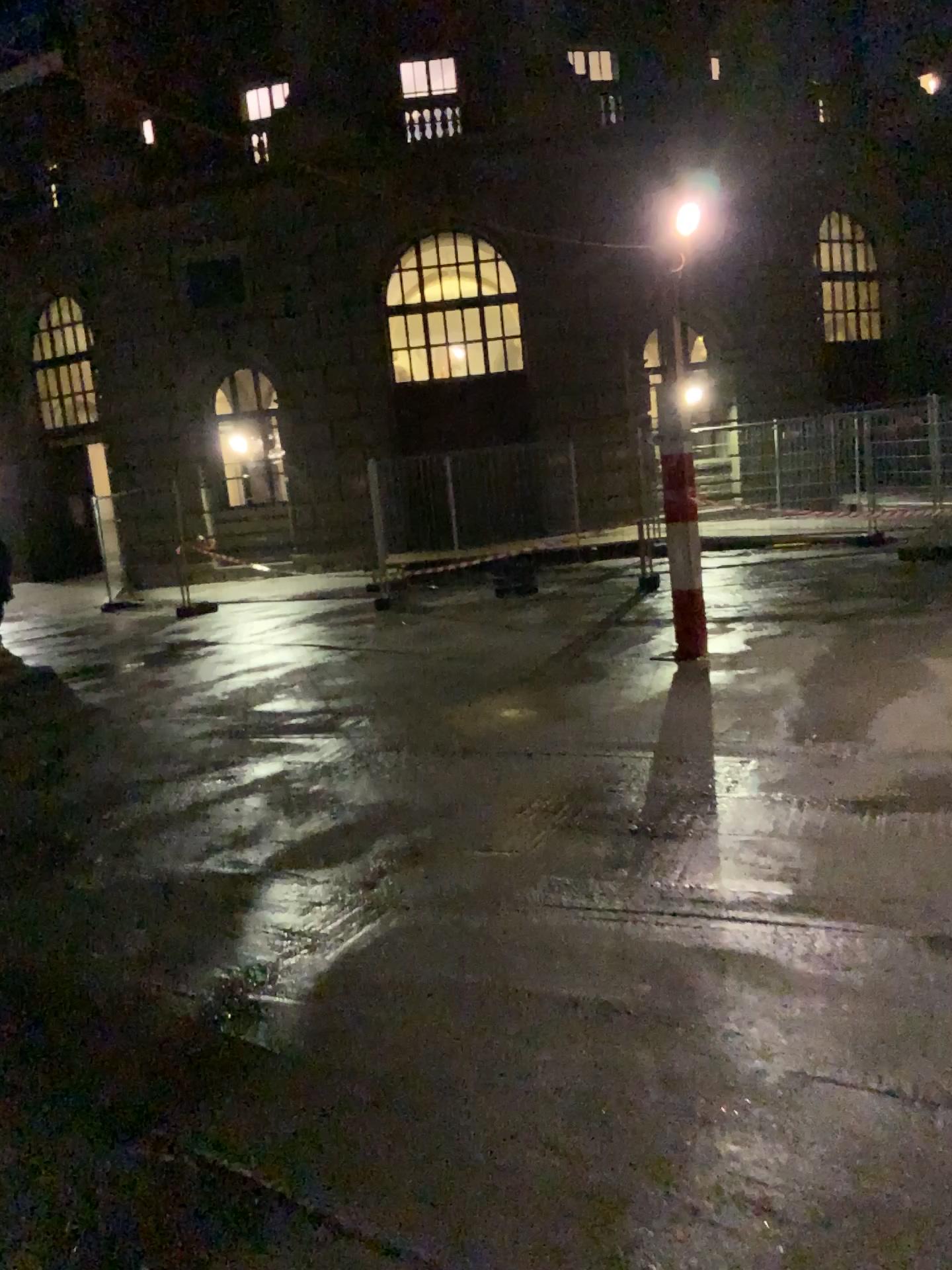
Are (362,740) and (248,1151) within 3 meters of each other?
no
